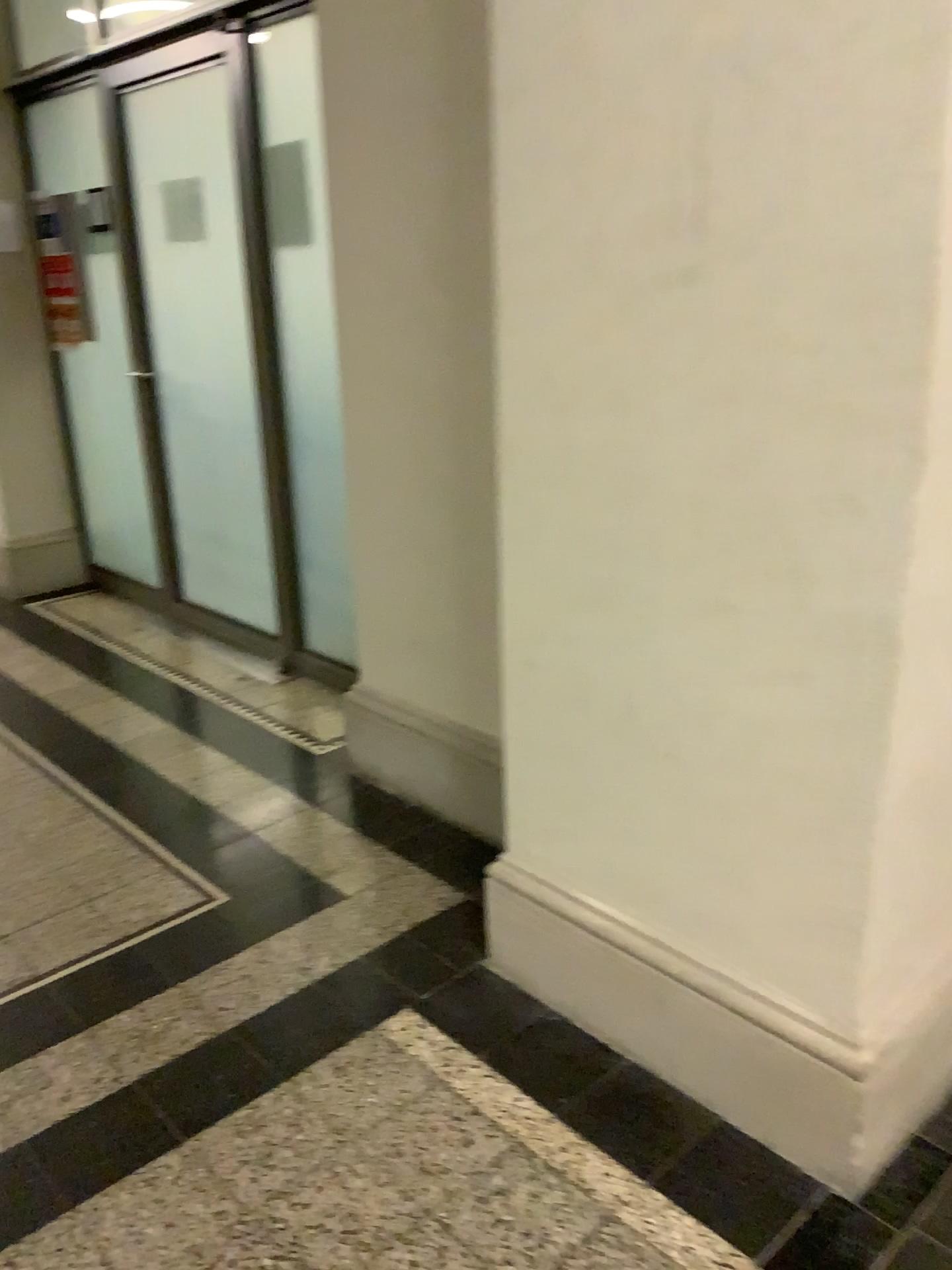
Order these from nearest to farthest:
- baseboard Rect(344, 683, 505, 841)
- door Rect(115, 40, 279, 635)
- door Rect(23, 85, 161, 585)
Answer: baseboard Rect(344, 683, 505, 841) → door Rect(115, 40, 279, 635) → door Rect(23, 85, 161, 585)

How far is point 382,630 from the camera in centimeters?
290cm

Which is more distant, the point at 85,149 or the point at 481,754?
the point at 85,149

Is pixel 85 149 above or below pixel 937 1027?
above

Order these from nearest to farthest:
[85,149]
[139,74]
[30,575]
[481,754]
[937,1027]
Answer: [937,1027] → [481,754] → [139,74] → [85,149] → [30,575]

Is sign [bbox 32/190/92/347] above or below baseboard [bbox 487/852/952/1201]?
above

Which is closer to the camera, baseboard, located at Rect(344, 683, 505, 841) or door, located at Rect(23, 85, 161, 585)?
baseboard, located at Rect(344, 683, 505, 841)

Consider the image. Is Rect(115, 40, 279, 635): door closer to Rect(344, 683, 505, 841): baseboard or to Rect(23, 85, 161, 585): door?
Rect(23, 85, 161, 585): door

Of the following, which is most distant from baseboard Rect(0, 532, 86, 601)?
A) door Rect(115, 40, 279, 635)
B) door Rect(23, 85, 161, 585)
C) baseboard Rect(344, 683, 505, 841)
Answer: baseboard Rect(344, 683, 505, 841)

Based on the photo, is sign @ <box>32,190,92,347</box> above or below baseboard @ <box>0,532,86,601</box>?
above
